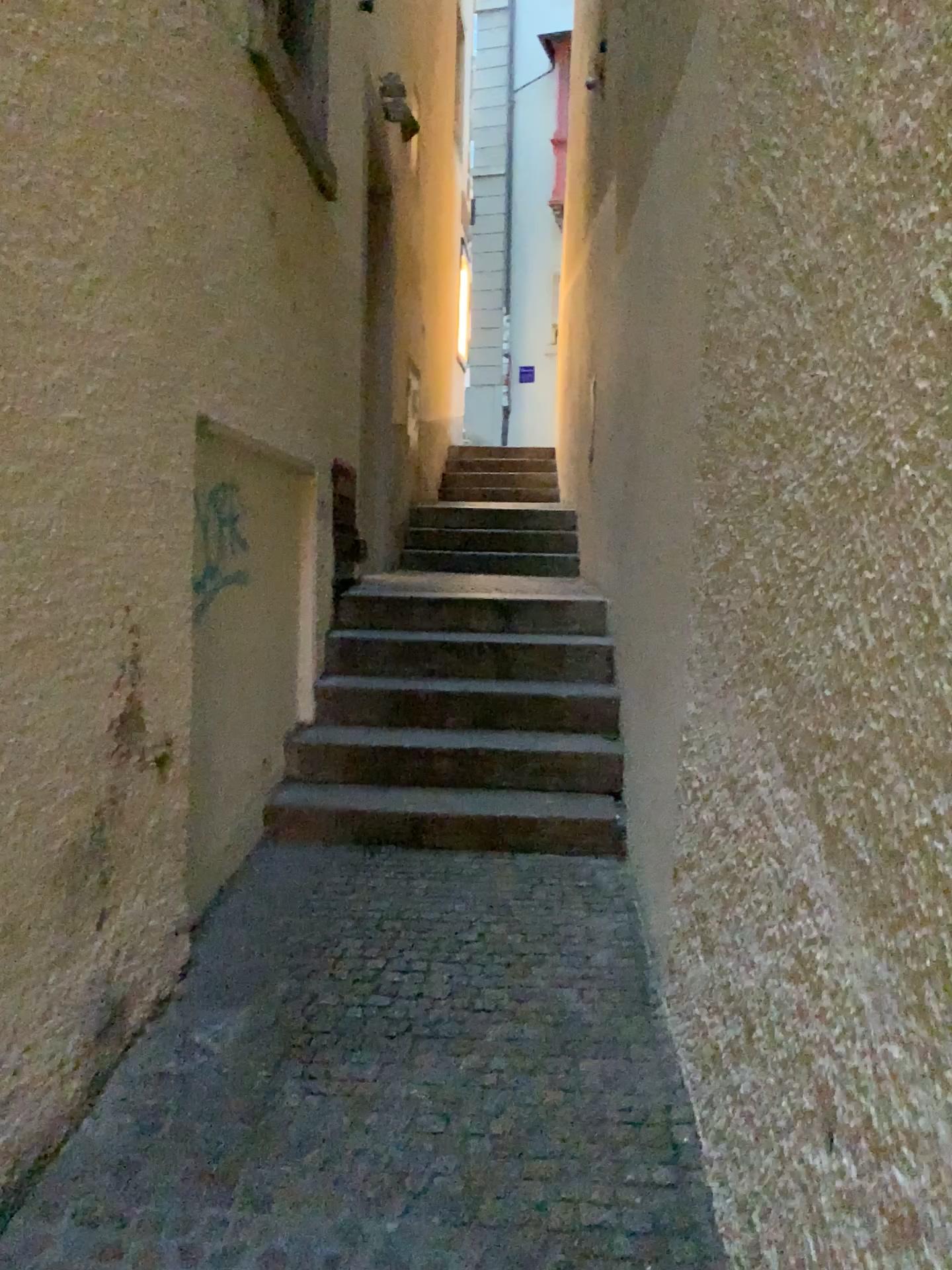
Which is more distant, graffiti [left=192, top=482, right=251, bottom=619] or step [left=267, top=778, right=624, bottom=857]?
step [left=267, top=778, right=624, bottom=857]

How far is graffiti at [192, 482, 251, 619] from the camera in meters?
3.4 m

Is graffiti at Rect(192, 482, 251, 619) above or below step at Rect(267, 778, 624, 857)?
above

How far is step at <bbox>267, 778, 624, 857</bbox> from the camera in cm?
392

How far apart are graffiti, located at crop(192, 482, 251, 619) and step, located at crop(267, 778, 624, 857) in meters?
0.9

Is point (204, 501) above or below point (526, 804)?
above

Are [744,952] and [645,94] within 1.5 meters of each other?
no

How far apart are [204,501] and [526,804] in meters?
1.6

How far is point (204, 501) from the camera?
3.40m
